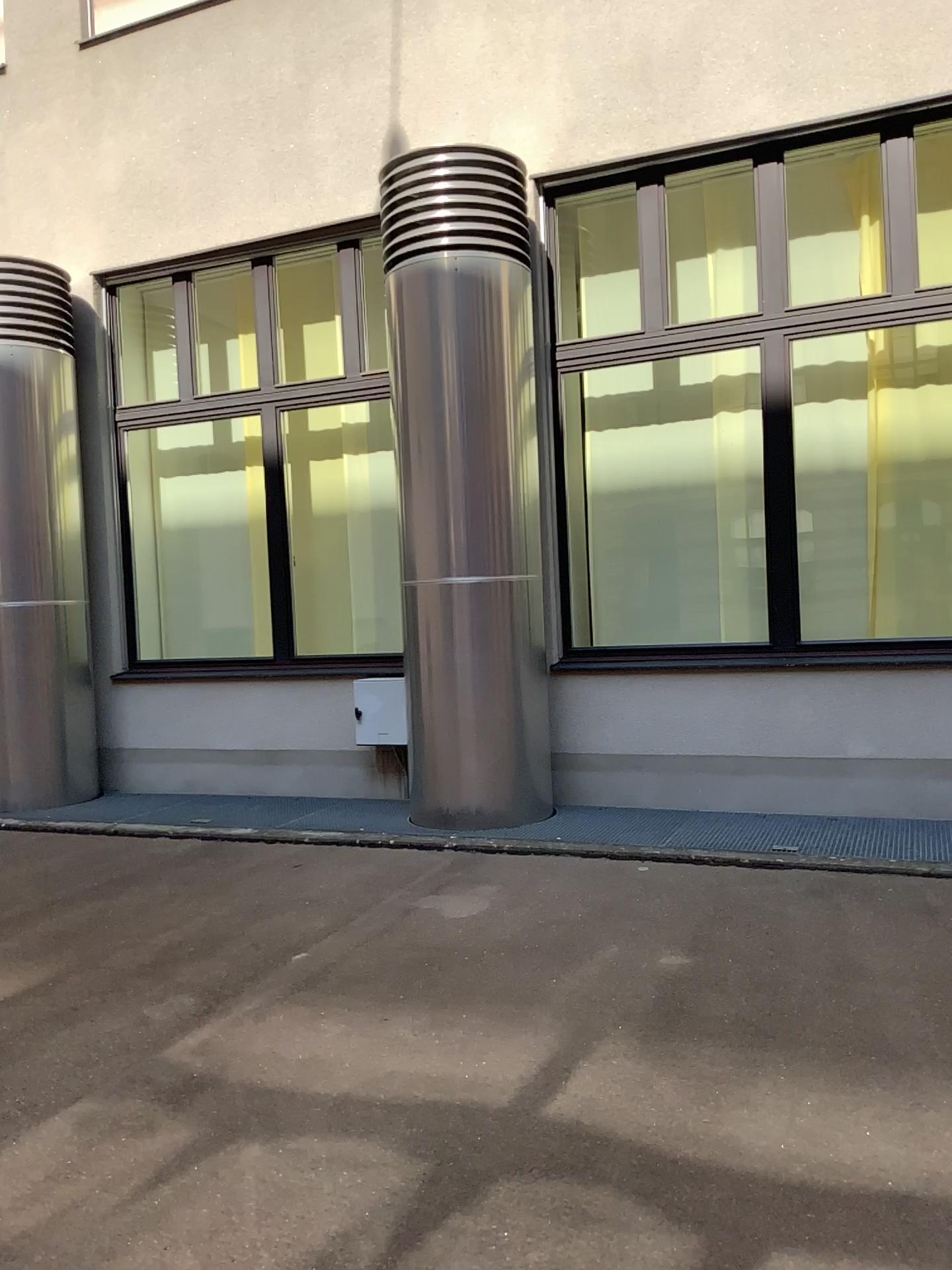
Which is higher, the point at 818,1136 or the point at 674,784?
the point at 674,784
